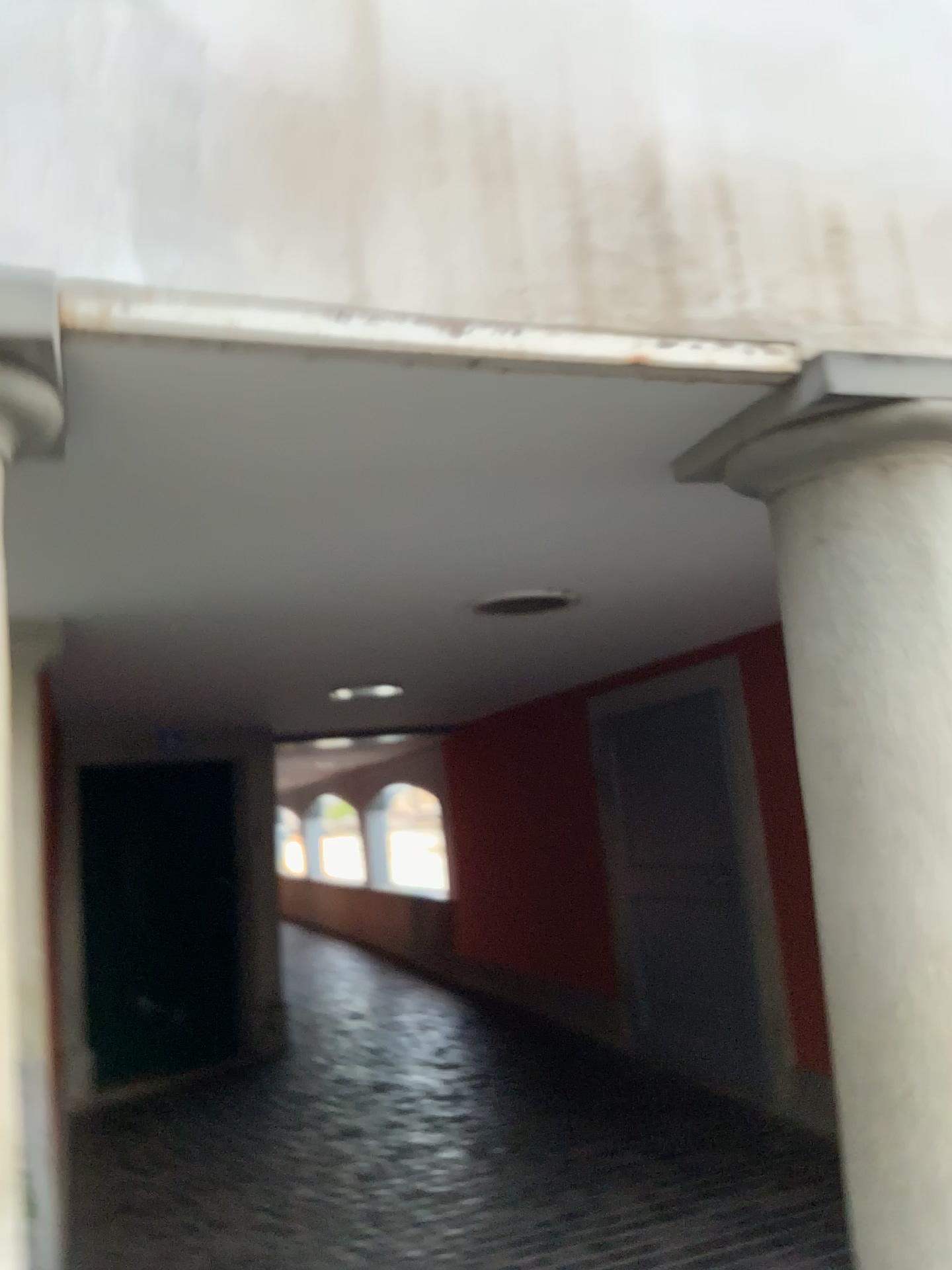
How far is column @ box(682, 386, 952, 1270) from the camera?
1.7m

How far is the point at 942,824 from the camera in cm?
167

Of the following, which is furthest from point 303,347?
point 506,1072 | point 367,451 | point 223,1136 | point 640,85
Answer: point 506,1072

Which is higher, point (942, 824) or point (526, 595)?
point (526, 595)

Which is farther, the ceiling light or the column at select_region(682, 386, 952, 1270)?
the ceiling light

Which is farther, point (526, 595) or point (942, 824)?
point (526, 595)
